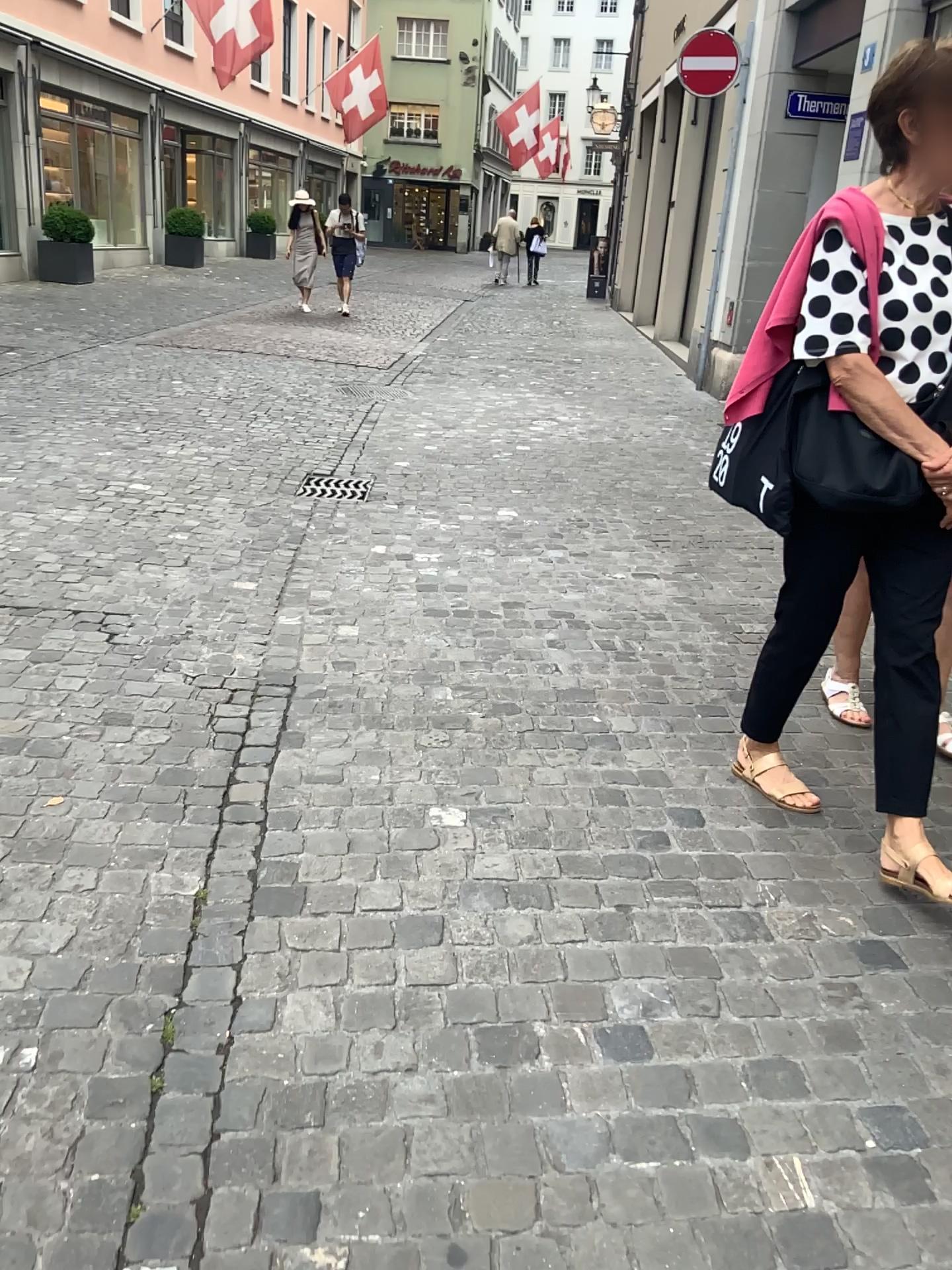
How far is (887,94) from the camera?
2.1m

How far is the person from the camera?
2.1m

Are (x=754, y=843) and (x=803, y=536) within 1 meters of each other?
yes
